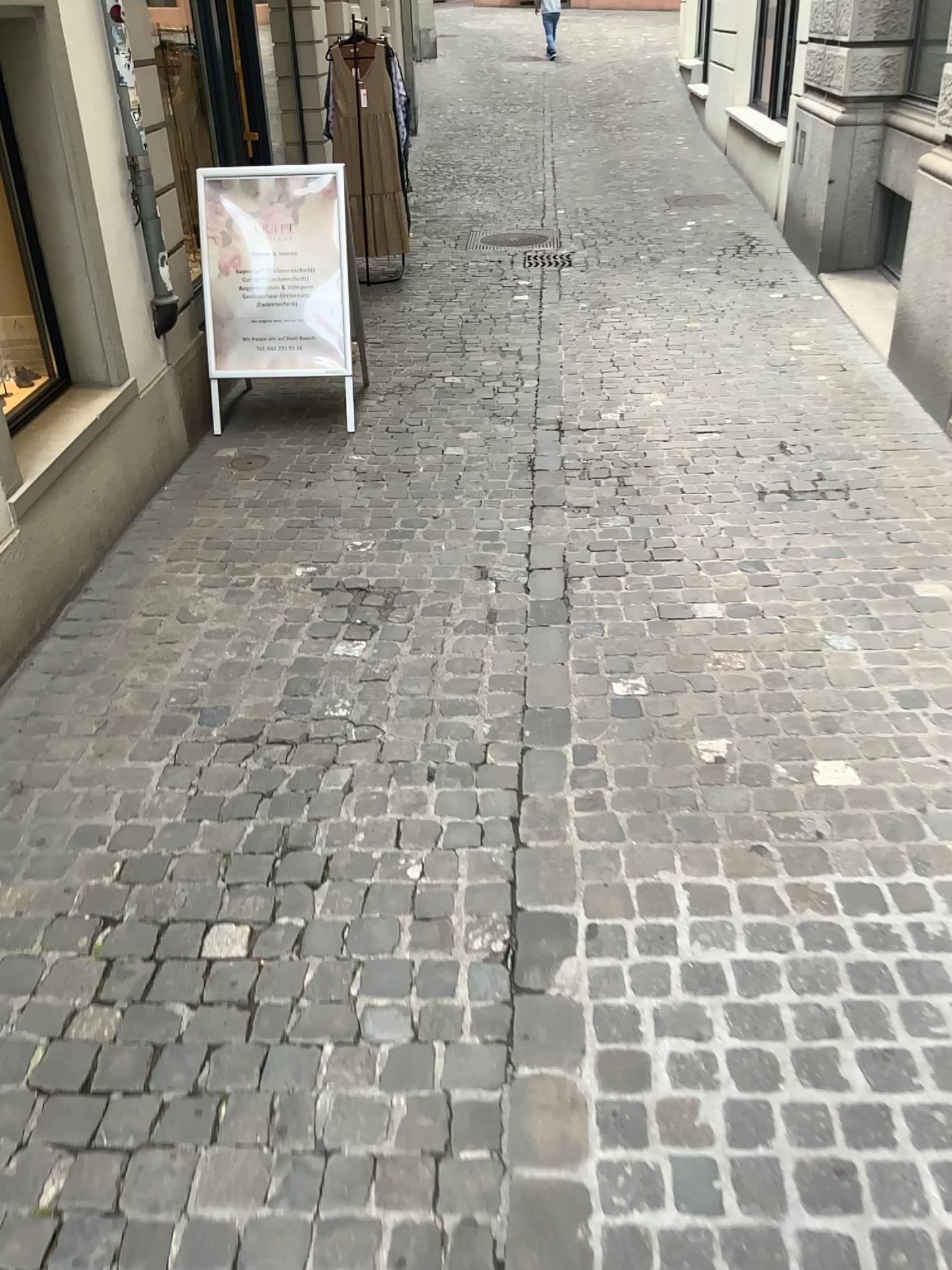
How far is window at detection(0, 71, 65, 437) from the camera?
3.68m

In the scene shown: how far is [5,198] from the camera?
3.7m

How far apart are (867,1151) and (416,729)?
1.4 meters
